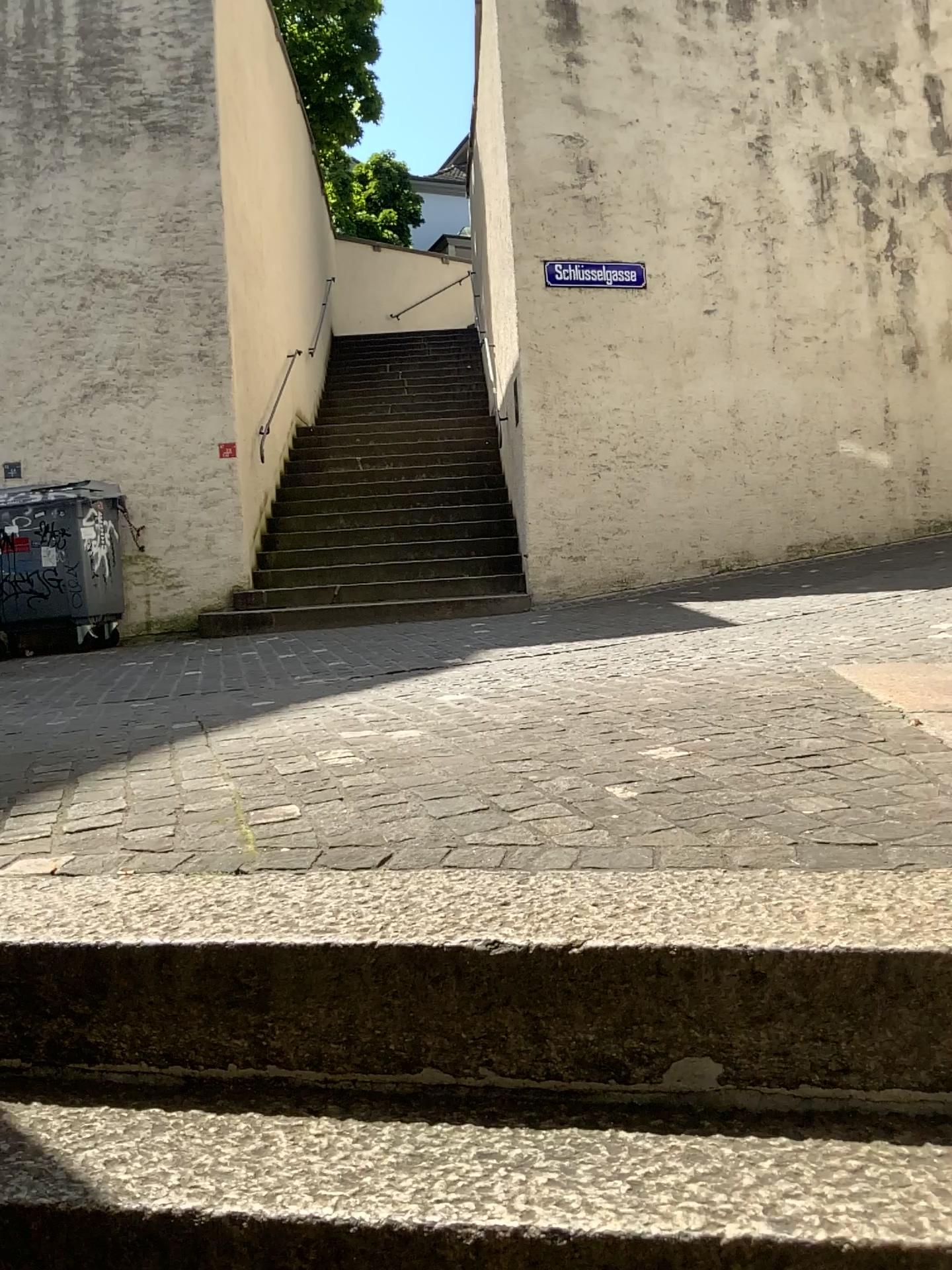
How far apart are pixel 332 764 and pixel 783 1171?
1.5m
